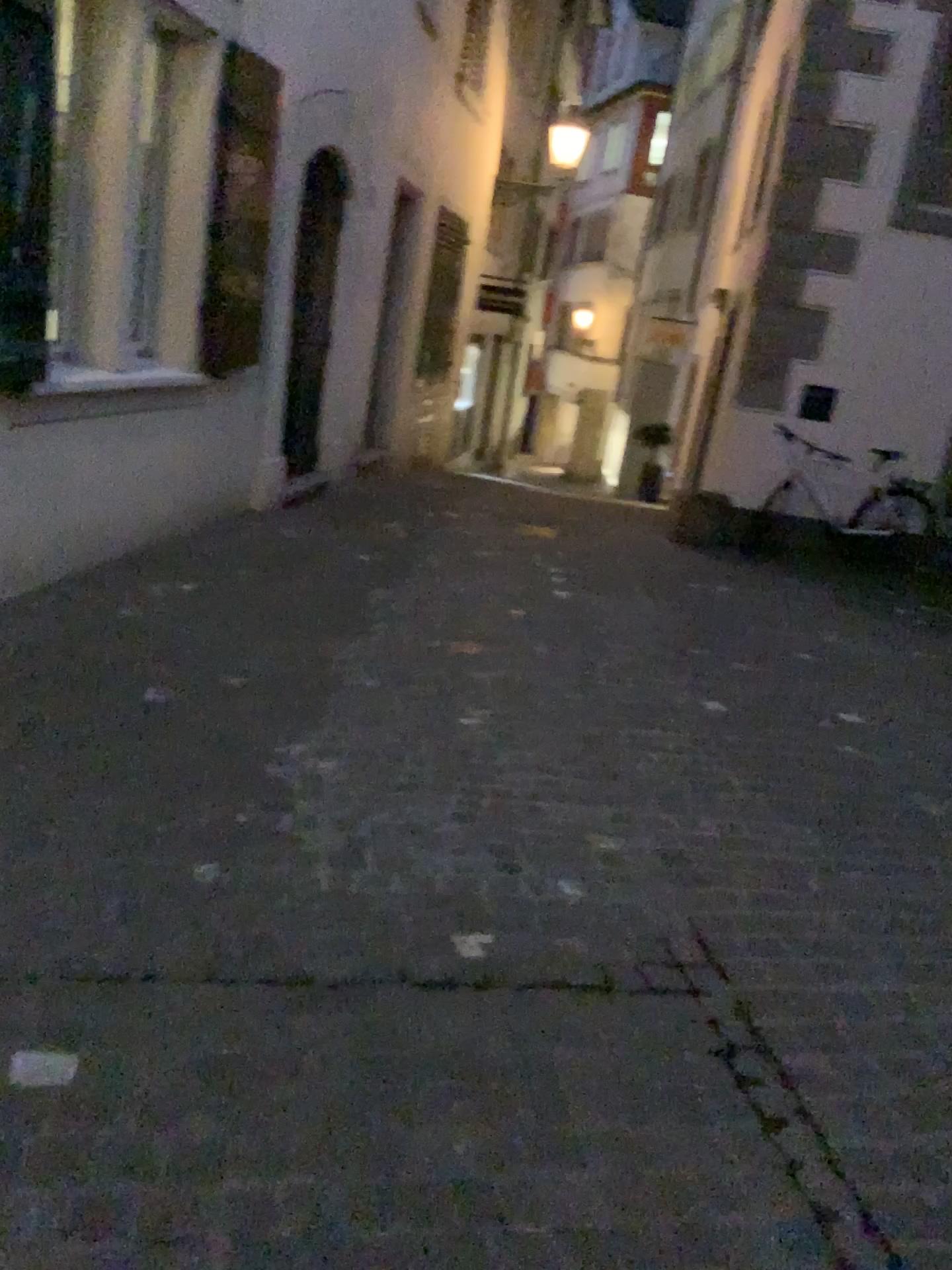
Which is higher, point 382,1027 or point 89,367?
point 89,367
